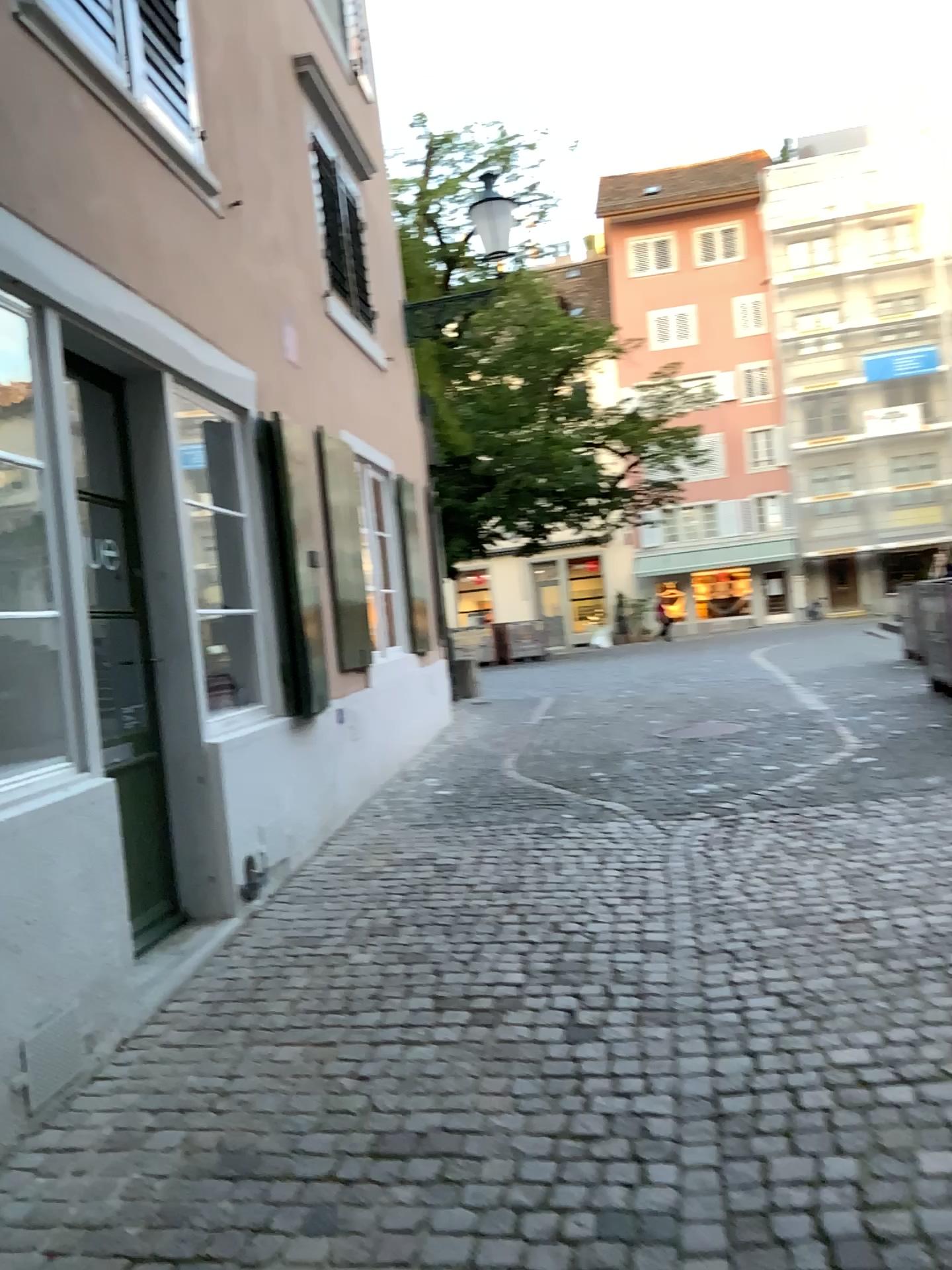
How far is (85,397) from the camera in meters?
4.0

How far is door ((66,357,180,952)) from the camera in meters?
4.0

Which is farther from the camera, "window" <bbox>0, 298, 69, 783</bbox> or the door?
the door

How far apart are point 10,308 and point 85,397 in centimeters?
83cm

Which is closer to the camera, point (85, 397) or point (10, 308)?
point (10, 308)

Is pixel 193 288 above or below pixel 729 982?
above

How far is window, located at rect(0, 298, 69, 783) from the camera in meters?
3.2

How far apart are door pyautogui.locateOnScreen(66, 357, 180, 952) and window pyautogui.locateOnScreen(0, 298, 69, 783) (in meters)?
0.64
